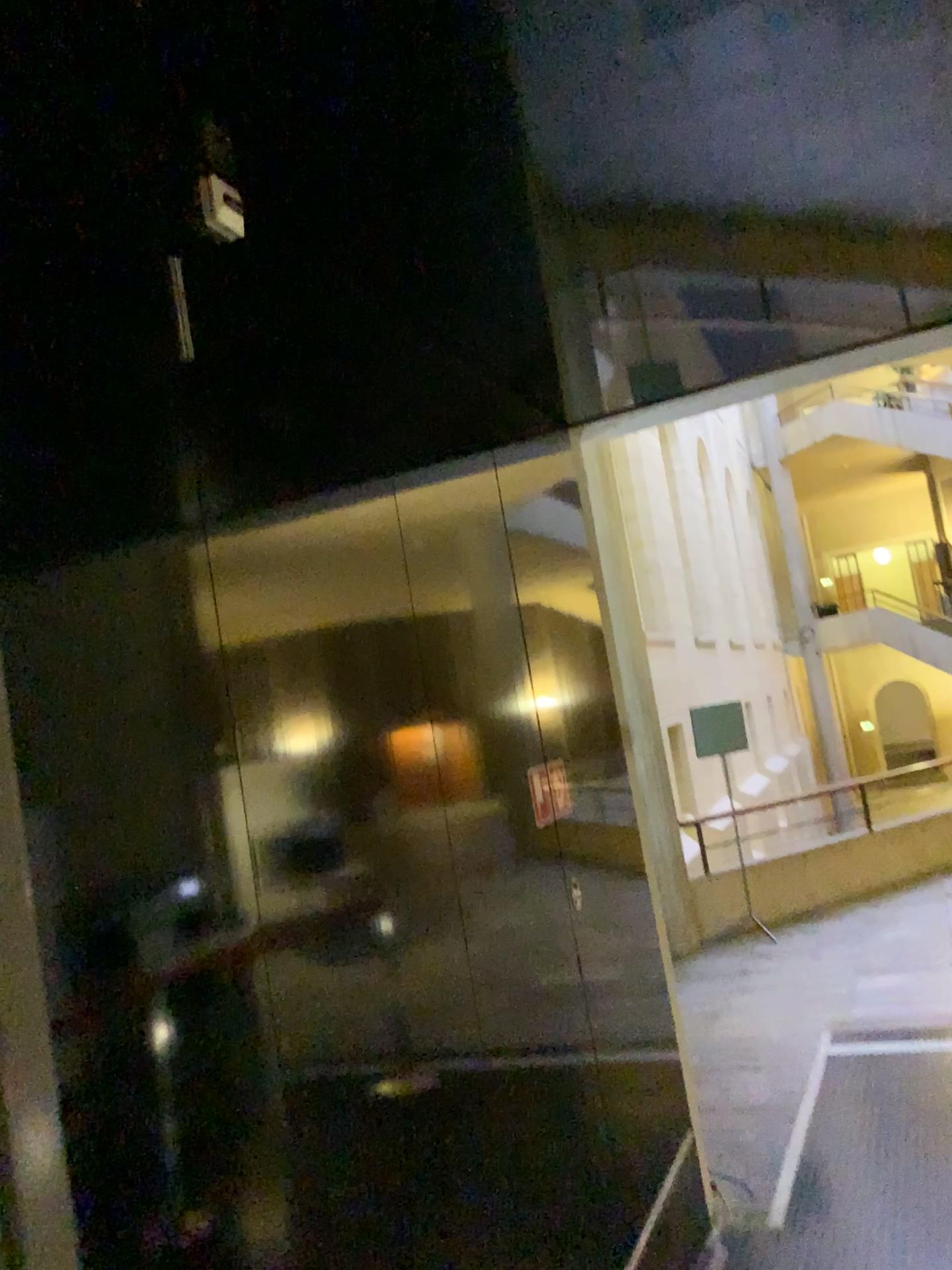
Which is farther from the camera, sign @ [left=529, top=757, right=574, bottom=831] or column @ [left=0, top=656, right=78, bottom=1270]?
sign @ [left=529, top=757, right=574, bottom=831]

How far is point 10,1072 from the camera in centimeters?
83cm

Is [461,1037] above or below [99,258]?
below

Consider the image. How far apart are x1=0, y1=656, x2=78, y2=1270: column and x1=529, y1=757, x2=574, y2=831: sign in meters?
2.1 m

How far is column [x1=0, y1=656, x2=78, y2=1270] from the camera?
0.8 meters

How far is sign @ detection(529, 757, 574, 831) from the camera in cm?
296

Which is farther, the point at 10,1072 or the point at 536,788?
the point at 536,788

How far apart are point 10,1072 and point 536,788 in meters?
2.2 m
